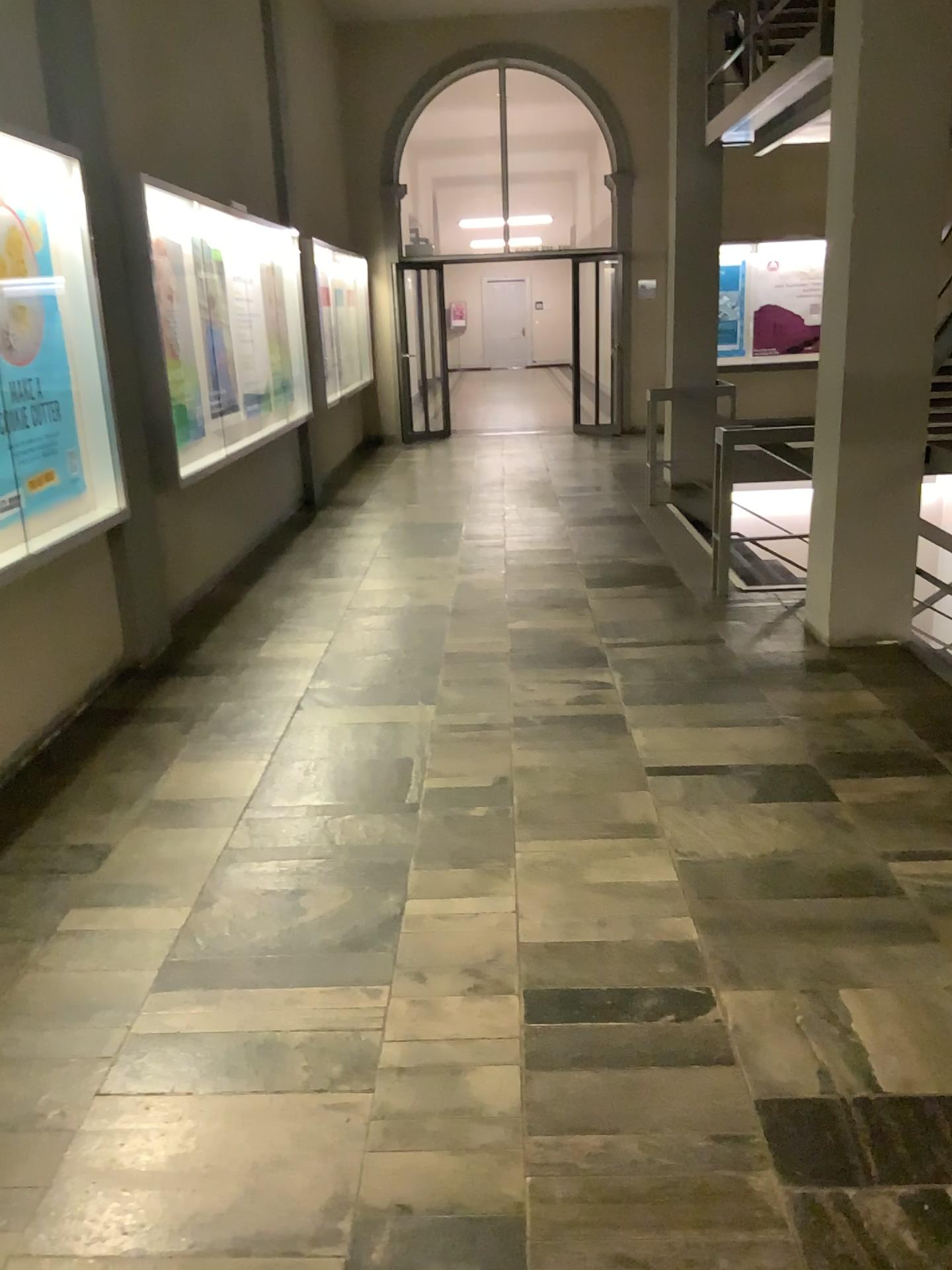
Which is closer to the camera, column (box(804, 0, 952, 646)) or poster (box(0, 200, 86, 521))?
poster (box(0, 200, 86, 521))

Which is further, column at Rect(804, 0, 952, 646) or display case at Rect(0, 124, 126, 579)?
column at Rect(804, 0, 952, 646)

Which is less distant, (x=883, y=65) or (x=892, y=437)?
(x=883, y=65)

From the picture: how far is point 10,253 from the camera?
3.78m

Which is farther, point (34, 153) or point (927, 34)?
point (927, 34)

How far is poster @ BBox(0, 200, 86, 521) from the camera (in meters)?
3.78

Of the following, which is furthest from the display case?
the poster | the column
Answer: the column

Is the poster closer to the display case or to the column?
the display case

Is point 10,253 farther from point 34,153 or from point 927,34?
point 927,34
